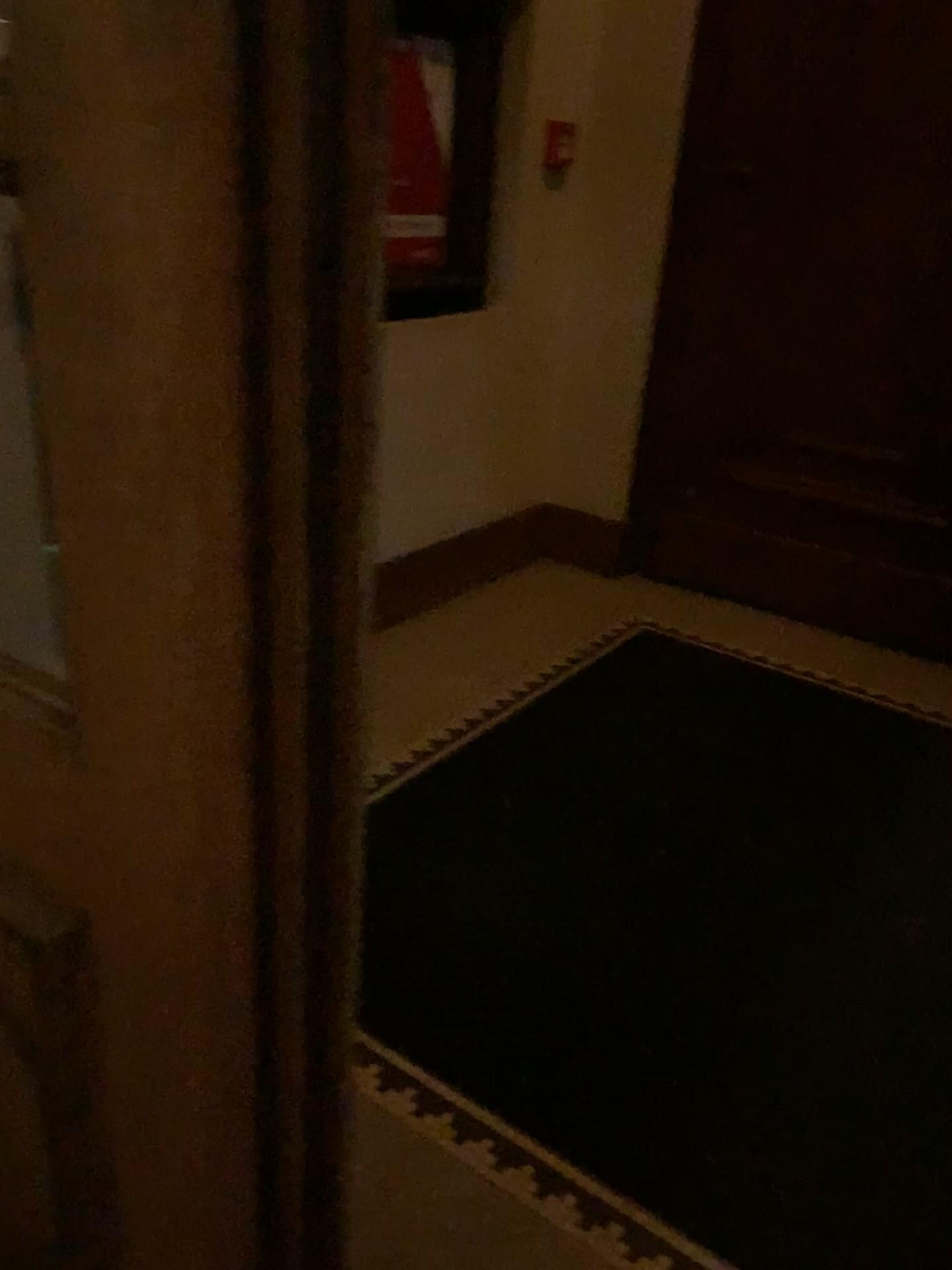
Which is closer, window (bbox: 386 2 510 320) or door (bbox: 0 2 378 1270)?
door (bbox: 0 2 378 1270)

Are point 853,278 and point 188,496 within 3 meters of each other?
no

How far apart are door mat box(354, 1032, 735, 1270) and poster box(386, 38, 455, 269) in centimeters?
225cm

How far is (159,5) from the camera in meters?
0.5 m

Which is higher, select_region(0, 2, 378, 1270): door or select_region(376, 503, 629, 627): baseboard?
select_region(0, 2, 378, 1270): door

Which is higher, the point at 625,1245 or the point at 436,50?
the point at 436,50

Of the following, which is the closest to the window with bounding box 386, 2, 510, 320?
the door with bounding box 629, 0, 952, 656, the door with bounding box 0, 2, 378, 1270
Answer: the door with bounding box 629, 0, 952, 656

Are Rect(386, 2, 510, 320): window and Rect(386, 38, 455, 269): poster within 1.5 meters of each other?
yes

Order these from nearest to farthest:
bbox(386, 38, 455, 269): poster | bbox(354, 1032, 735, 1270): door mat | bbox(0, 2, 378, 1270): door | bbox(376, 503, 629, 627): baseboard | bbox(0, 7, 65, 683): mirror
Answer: bbox(0, 2, 378, 1270): door
bbox(354, 1032, 735, 1270): door mat
bbox(0, 7, 65, 683): mirror
bbox(386, 38, 455, 269): poster
bbox(376, 503, 629, 627): baseboard

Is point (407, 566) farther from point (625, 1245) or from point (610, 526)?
point (625, 1245)
